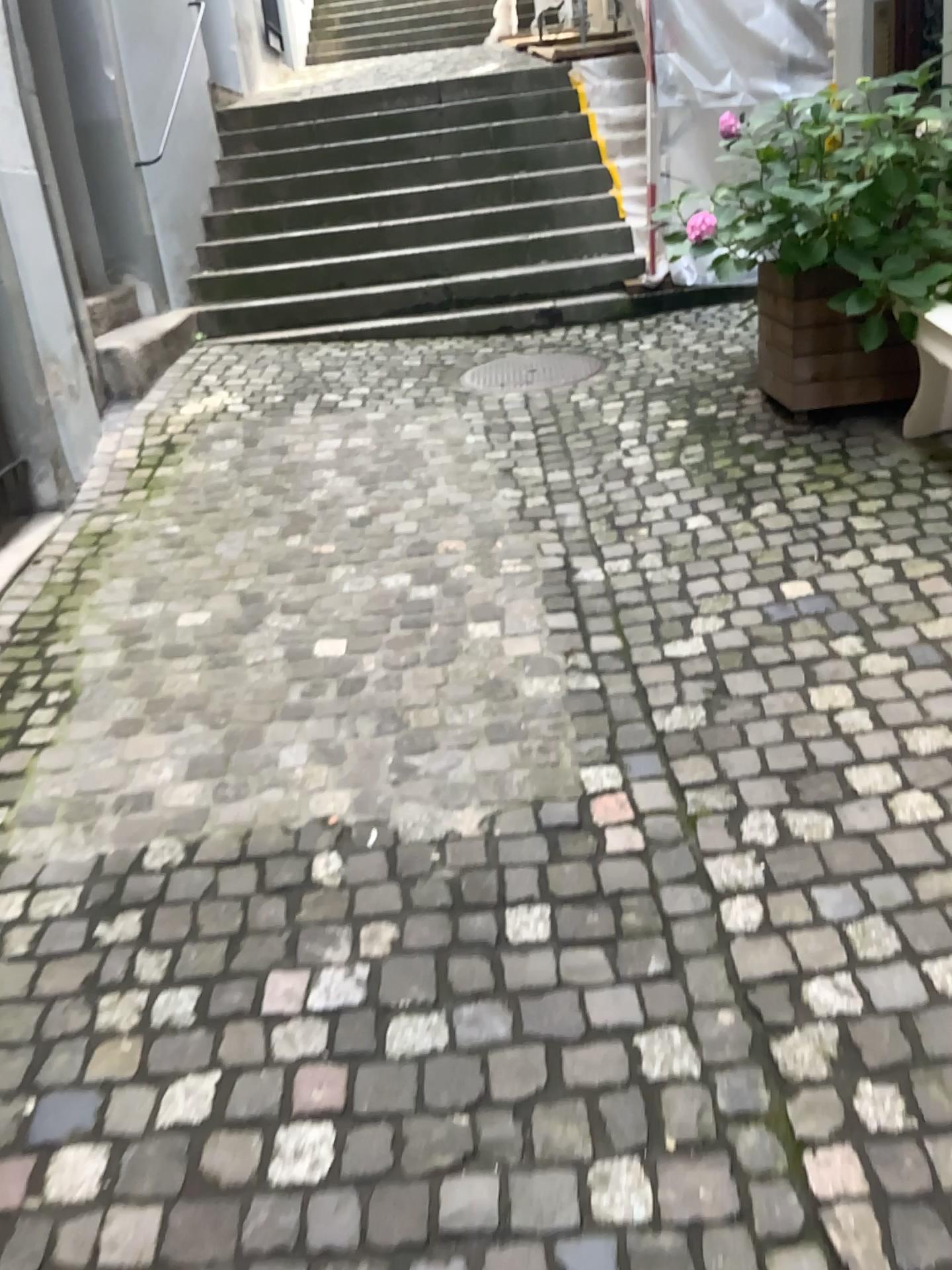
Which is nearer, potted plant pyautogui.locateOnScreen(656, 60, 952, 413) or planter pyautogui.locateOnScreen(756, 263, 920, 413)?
potted plant pyautogui.locateOnScreen(656, 60, 952, 413)

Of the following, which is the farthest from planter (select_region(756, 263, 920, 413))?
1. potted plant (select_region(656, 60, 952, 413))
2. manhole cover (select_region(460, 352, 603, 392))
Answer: manhole cover (select_region(460, 352, 603, 392))

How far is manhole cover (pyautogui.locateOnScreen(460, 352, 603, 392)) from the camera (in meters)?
4.96

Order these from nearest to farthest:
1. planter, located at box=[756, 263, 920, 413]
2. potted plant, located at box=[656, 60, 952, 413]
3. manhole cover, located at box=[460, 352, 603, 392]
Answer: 1. potted plant, located at box=[656, 60, 952, 413]
2. planter, located at box=[756, 263, 920, 413]
3. manhole cover, located at box=[460, 352, 603, 392]

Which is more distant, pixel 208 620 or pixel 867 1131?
pixel 208 620

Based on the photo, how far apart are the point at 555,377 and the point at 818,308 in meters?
1.5 m

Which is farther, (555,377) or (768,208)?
(555,377)

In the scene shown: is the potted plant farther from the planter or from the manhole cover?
the manhole cover

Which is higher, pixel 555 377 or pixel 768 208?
pixel 768 208

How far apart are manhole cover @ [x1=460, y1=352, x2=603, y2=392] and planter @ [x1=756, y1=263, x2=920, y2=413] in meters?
1.3 m
